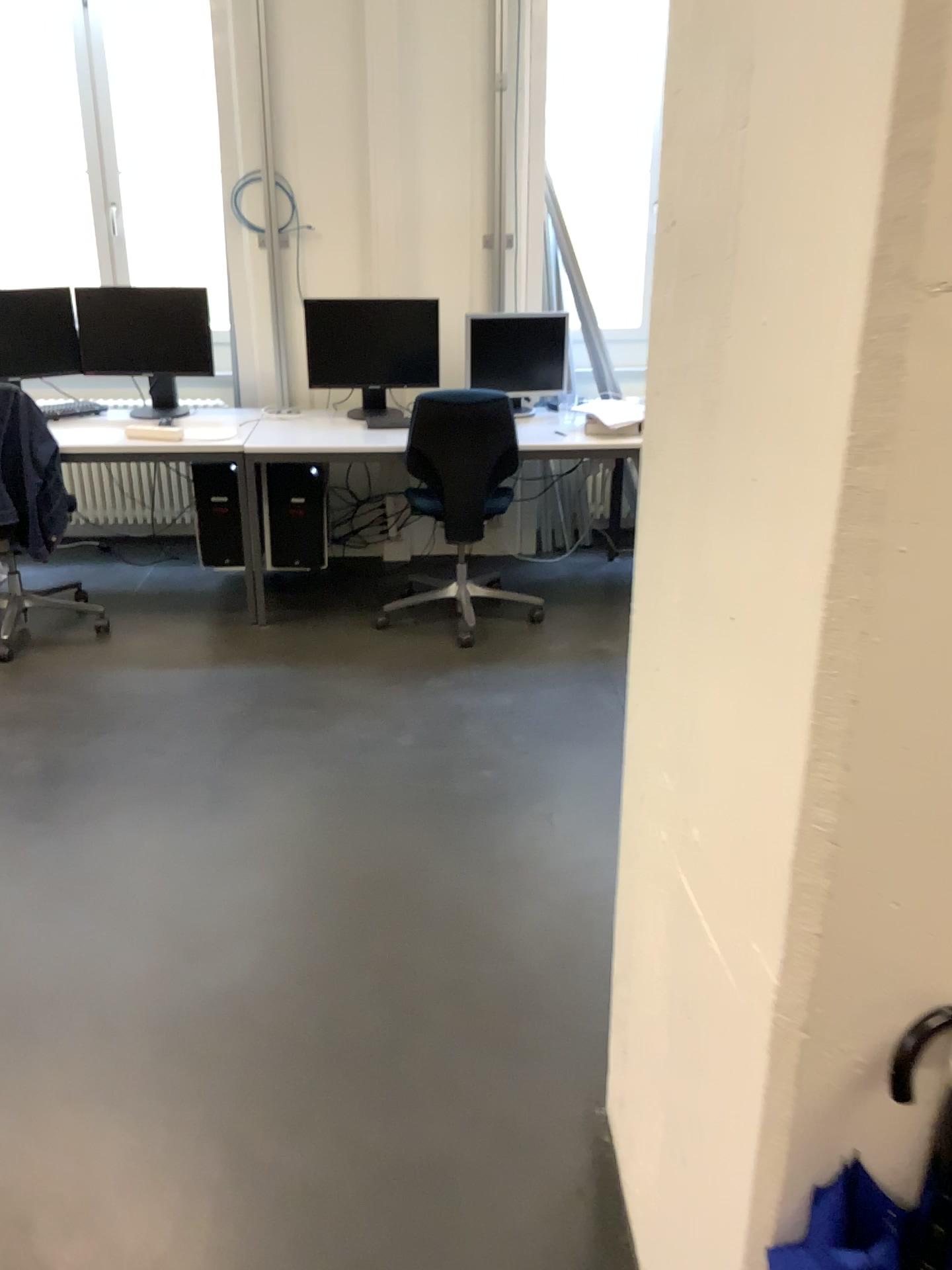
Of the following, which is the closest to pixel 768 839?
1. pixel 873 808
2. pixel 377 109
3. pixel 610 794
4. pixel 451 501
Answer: pixel 873 808

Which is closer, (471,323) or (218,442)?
(218,442)

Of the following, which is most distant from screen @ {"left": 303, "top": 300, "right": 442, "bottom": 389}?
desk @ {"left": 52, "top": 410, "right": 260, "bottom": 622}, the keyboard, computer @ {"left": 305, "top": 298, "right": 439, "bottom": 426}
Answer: the keyboard

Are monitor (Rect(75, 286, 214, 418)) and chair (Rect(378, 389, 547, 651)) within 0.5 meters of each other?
no

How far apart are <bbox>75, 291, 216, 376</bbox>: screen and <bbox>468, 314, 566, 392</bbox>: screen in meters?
1.2 m

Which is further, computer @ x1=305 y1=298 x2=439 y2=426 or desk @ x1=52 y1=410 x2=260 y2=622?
computer @ x1=305 y1=298 x2=439 y2=426

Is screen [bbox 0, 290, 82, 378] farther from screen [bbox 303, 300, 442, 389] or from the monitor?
screen [bbox 303, 300, 442, 389]

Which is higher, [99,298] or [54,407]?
[99,298]

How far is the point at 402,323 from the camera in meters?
4.4

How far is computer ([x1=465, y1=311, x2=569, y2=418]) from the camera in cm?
454
